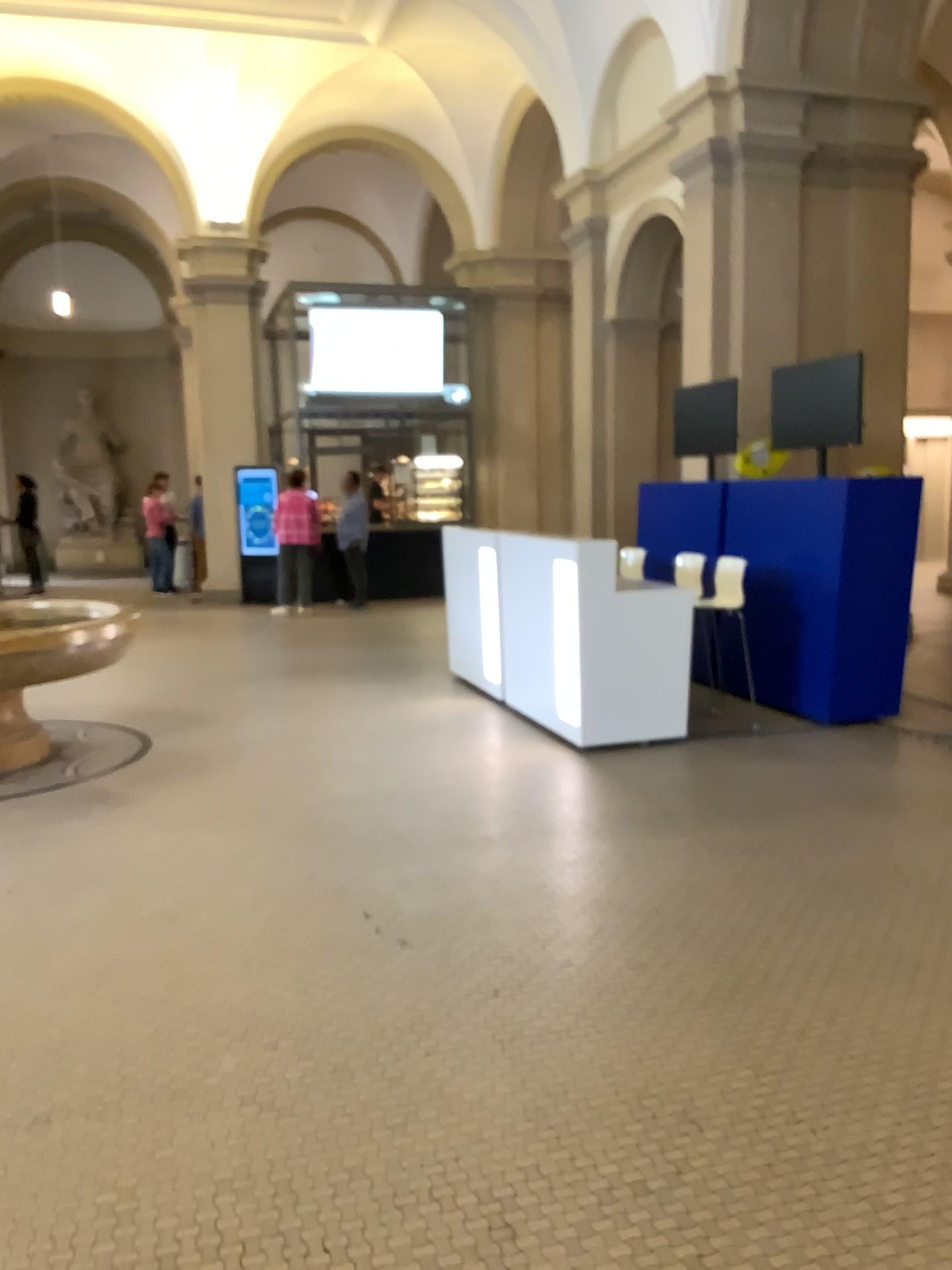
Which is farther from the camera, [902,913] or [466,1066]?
[902,913]
